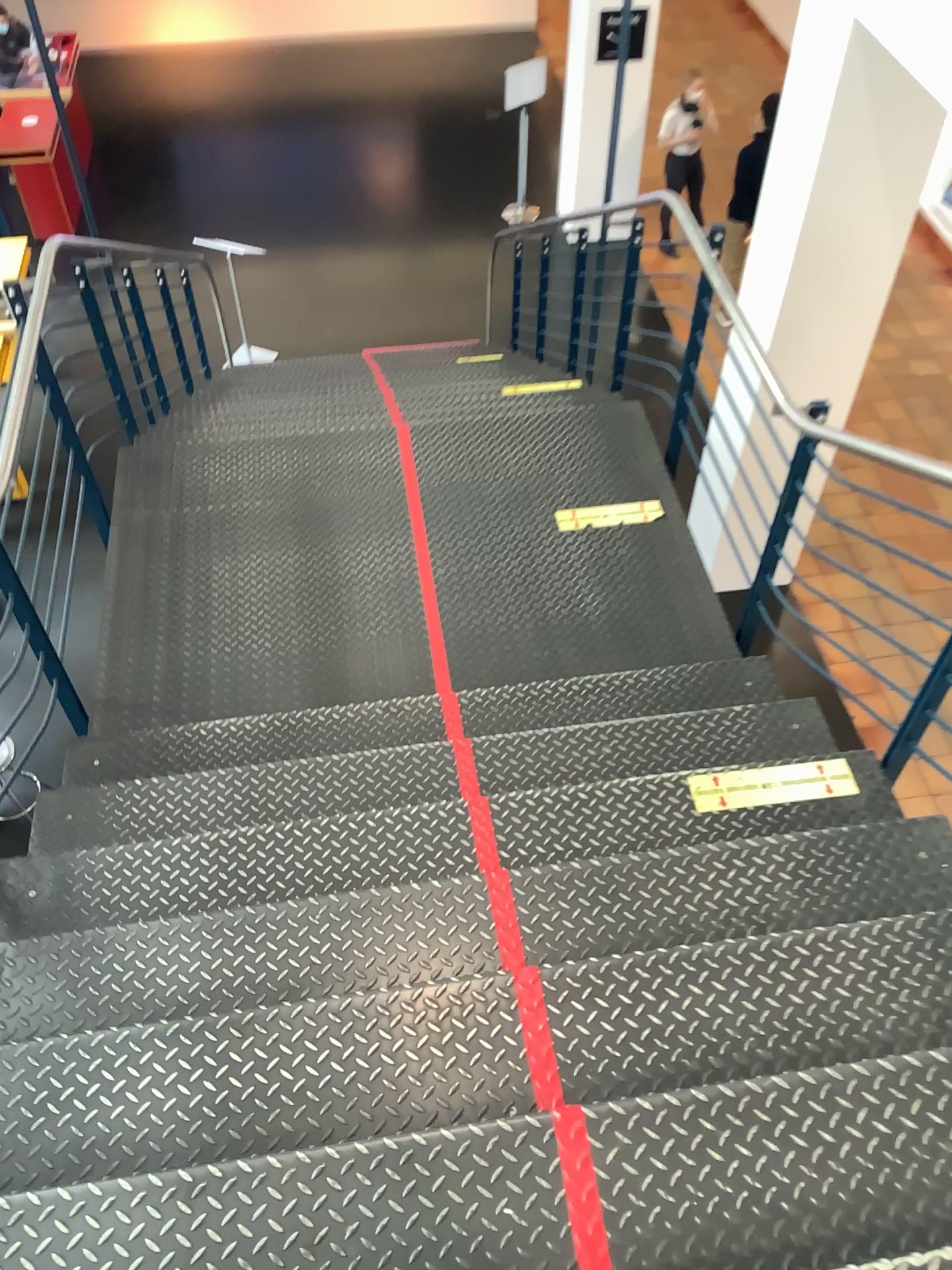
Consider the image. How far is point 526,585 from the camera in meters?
3.8

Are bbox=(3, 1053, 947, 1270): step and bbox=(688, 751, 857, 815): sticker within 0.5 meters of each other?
no

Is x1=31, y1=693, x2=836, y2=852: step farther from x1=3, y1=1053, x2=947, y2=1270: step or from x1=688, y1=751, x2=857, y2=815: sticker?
x1=3, y1=1053, x2=947, y2=1270: step

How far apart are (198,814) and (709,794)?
1.3 meters

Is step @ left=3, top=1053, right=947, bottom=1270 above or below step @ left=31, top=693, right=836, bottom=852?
above

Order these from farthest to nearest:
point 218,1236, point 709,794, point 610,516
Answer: point 610,516, point 709,794, point 218,1236

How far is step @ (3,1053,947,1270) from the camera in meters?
1.5 m

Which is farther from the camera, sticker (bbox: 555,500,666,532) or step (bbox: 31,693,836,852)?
sticker (bbox: 555,500,666,532)

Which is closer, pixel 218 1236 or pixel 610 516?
pixel 218 1236

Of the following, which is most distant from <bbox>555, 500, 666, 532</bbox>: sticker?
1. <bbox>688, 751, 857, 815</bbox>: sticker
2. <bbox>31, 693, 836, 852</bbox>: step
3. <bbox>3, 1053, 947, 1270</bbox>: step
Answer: <bbox>3, 1053, 947, 1270</bbox>: step
